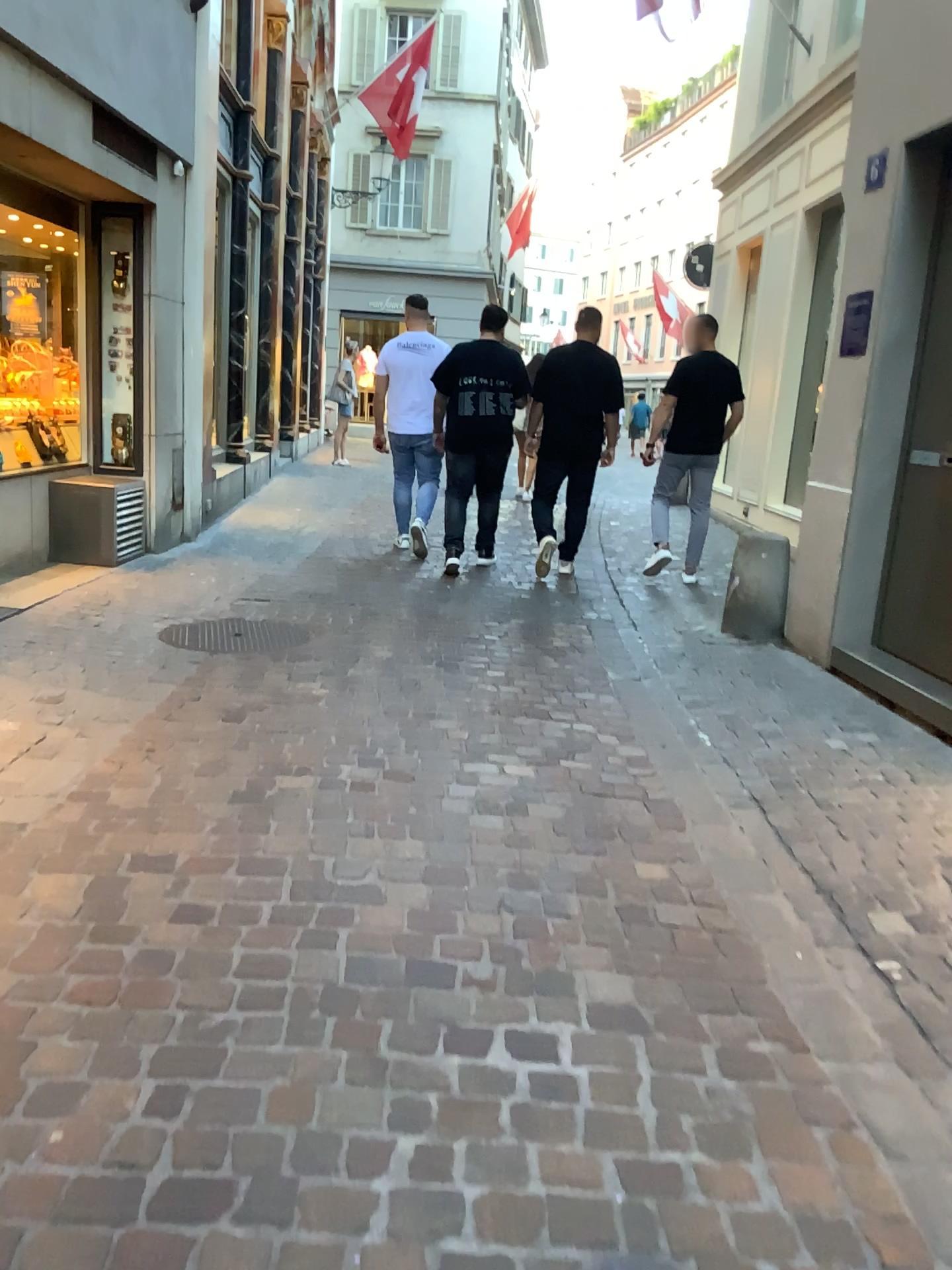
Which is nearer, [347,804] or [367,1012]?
[367,1012]

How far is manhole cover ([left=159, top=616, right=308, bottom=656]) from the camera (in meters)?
4.74

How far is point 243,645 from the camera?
4.7m
